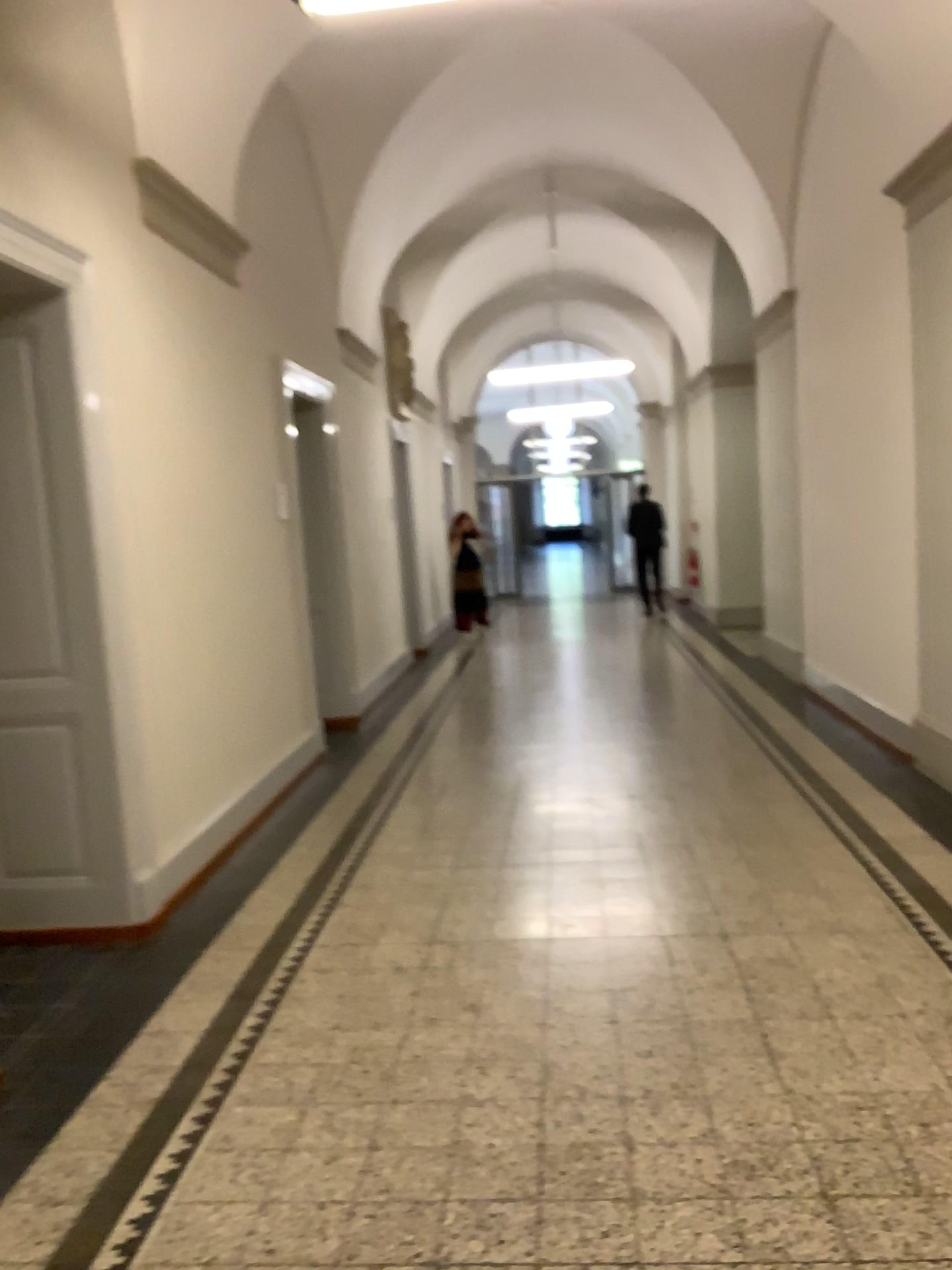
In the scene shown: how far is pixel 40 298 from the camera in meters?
3.8

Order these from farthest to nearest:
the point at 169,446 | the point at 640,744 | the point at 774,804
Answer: the point at 640,744 < the point at 774,804 < the point at 169,446

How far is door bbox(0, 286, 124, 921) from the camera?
3.8m
